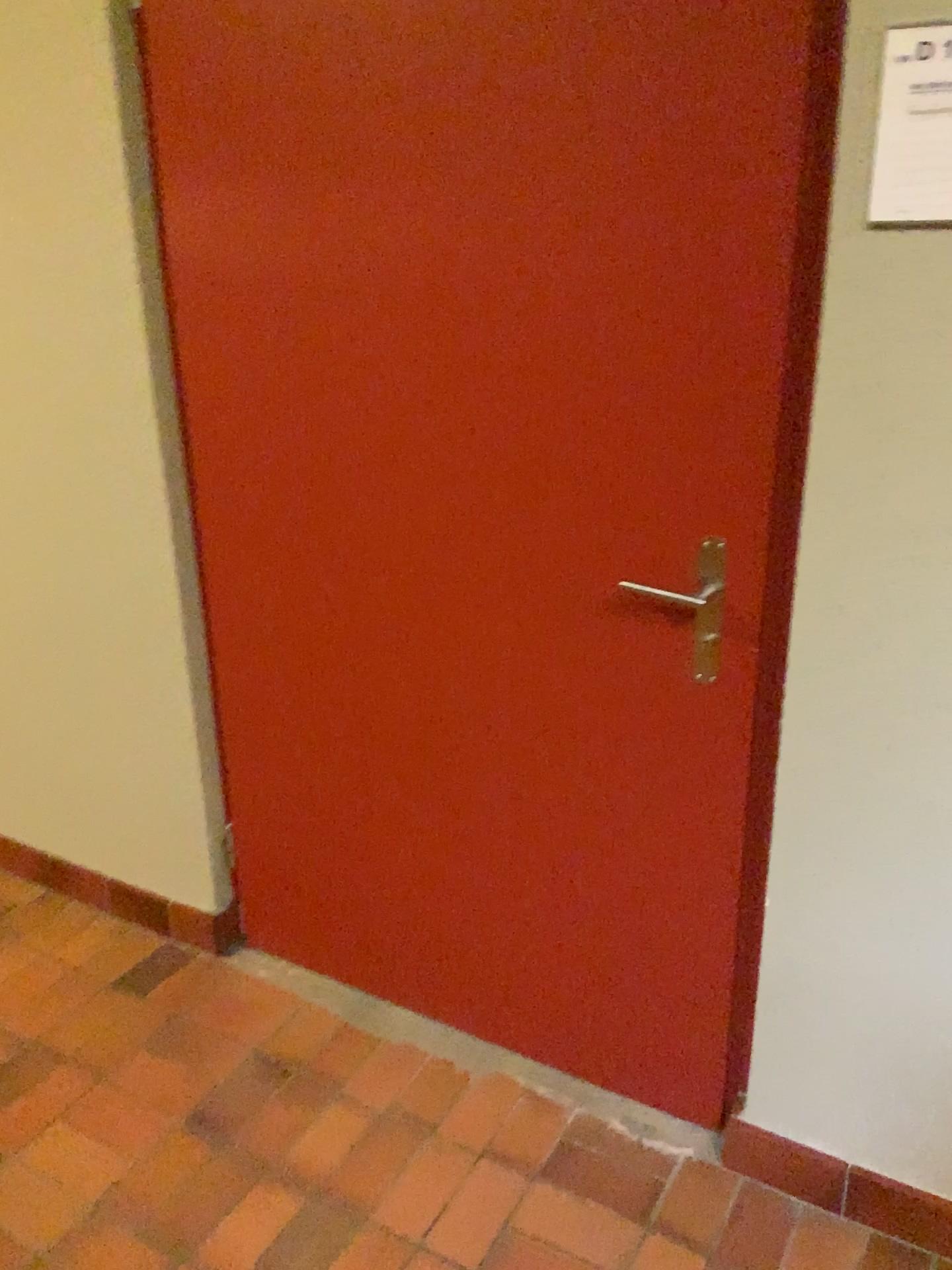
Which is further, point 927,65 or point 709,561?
point 709,561

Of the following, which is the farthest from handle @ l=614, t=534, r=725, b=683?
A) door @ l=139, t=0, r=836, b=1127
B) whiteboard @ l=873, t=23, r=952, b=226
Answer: whiteboard @ l=873, t=23, r=952, b=226

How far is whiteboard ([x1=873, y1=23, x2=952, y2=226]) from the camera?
1.19m

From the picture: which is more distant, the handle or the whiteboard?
the handle

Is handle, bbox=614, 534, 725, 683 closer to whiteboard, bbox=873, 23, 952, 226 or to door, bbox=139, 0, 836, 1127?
door, bbox=139, 0, 836, 1127

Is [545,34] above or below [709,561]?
above

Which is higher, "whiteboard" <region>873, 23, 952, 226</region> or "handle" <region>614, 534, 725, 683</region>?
"whiteboard" <region>873, 23, 952, 226</region>

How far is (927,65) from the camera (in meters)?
1.19

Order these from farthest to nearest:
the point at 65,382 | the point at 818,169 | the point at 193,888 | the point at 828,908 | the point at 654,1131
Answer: the point at 193,888 → the point at 65,382 → the point at 654,1131 → the point at 828,908 → the point at 818,169
